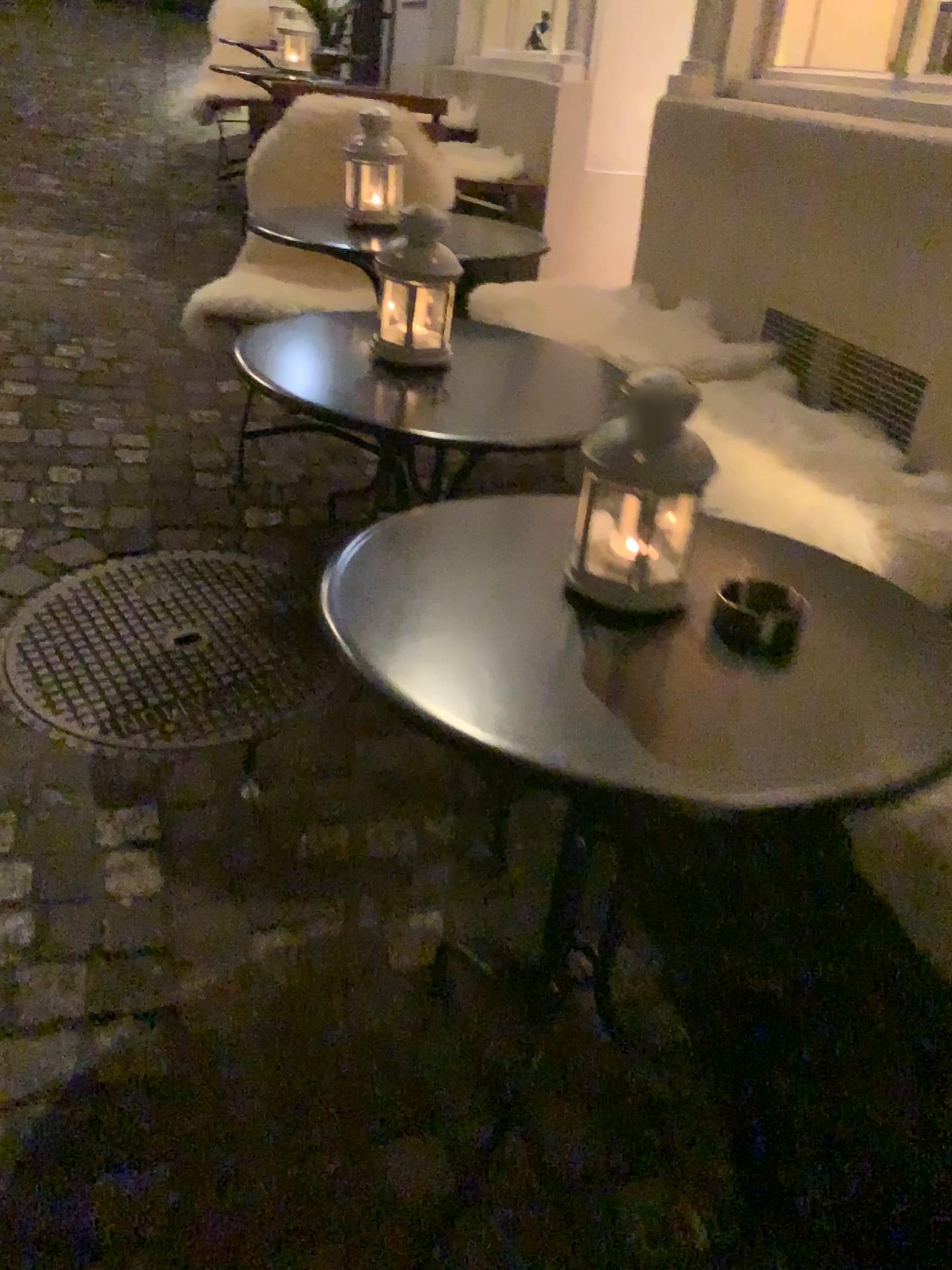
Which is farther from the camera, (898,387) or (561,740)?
(898,387)

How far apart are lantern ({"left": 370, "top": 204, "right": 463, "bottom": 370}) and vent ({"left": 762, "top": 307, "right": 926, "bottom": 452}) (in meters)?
0.80

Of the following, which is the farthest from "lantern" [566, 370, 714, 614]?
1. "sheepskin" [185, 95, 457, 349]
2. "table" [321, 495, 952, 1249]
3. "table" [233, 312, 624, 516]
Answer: "sheepskin" [185, 95, 457, 349]

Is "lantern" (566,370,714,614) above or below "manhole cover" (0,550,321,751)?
above

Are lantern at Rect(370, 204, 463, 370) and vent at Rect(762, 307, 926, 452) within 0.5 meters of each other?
no

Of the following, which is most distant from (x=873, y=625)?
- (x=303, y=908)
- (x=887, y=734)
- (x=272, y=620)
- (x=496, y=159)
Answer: (x=496, y=159)

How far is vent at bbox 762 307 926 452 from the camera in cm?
177

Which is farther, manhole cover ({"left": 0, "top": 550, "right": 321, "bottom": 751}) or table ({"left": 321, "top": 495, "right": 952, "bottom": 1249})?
manhole cover ({"left": 0, "top": 550, "right": 321, "bottom": 751})

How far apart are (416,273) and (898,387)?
0.9 meters

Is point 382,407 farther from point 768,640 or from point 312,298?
point 312,298
